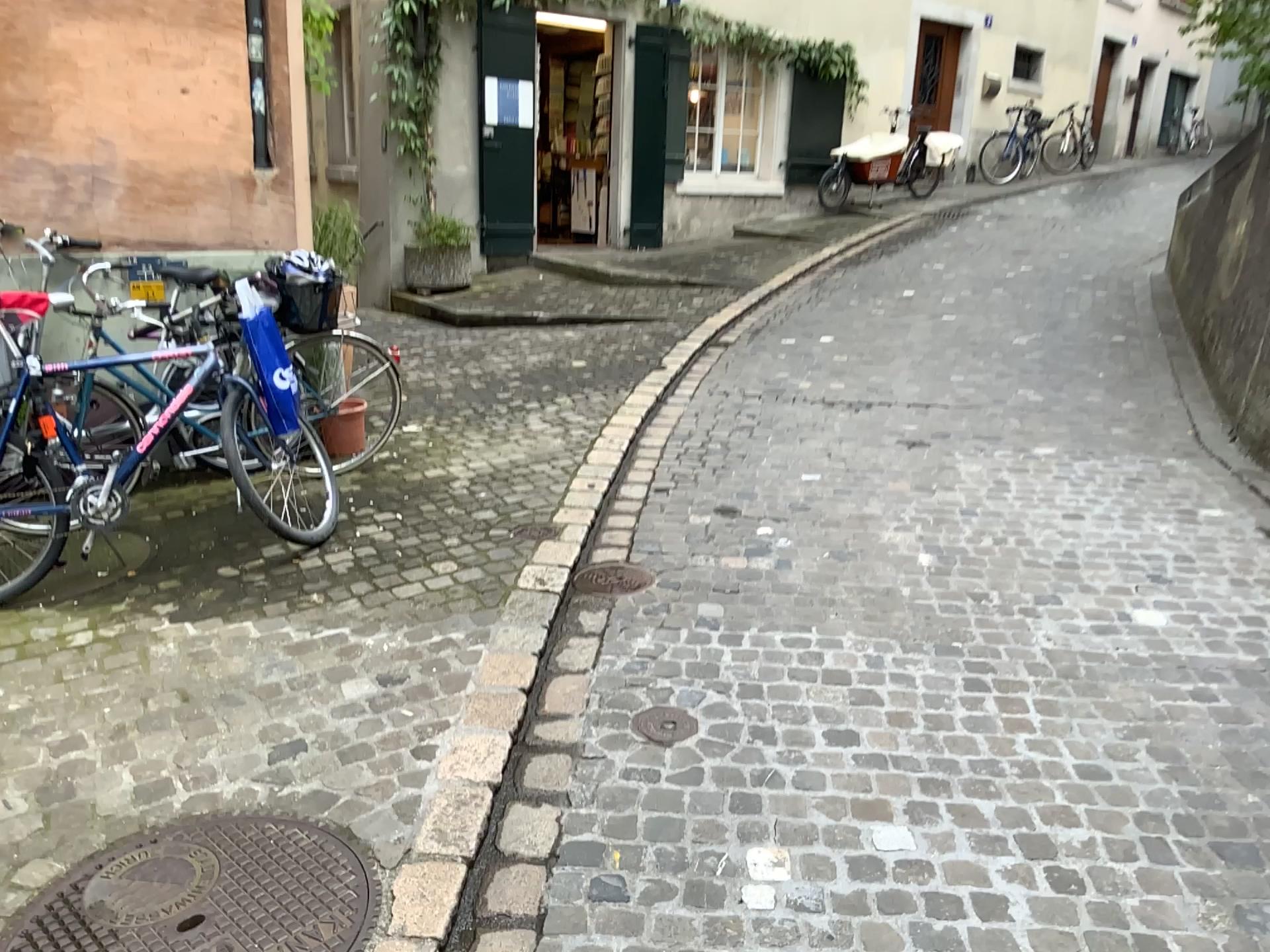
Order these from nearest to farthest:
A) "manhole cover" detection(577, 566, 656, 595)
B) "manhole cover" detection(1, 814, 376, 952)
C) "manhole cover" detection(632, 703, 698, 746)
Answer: "manhole cover" detection(1, 814, 376, 952), "manhole cover" detection(632, 703, 698, 746), "manhole cover" detection(577, 566, 656, 595)

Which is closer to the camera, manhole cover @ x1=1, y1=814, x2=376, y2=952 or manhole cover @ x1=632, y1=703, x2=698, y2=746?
manhole cover @ x1=1, y1=814, x2=376, y2=952

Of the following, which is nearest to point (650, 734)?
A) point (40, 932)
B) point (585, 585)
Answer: point (585, 585)

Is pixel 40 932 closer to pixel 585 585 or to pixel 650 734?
pixel 650 734

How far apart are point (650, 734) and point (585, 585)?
1.0 meters

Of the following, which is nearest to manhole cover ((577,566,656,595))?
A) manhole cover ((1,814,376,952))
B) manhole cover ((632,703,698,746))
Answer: manhole cover ((632,703,698,746))

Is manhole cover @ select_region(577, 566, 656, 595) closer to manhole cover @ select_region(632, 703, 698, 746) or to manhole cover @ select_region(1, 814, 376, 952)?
manhole cover @ select_region(632, 703, 698, 746)

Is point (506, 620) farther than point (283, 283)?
No

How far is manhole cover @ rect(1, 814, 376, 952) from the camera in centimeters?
206cm

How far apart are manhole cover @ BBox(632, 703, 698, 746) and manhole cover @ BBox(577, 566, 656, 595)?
0.9m
